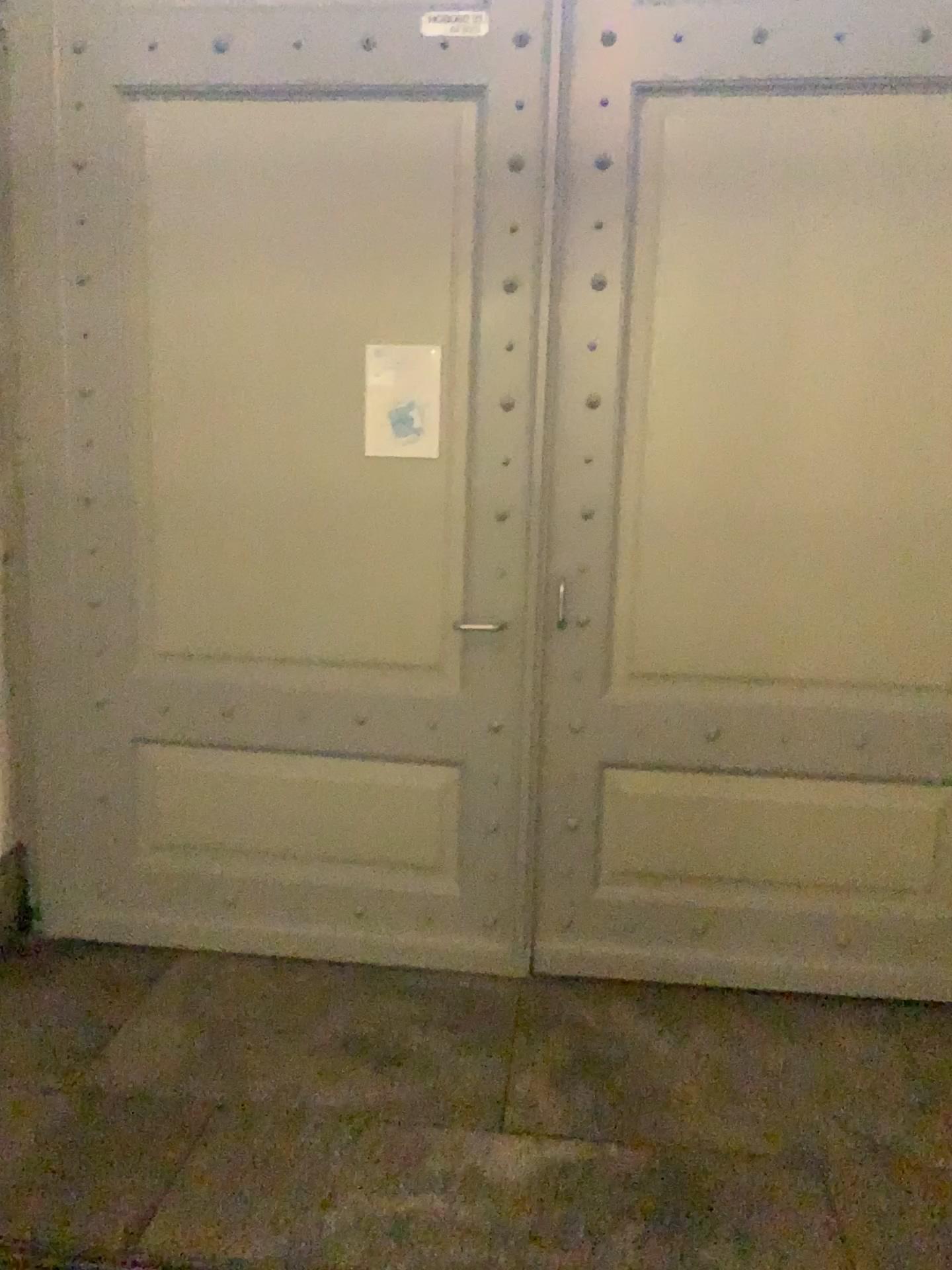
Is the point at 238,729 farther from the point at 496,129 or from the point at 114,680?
the point at 496,129

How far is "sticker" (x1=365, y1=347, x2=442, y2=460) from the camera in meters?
2.9

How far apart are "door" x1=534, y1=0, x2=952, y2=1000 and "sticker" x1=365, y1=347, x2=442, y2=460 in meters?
0.4

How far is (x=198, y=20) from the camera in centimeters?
286cm

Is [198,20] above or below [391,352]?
above

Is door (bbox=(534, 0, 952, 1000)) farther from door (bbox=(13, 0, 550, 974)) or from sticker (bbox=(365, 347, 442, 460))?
sticker (bbox=(365, 347, 442, 460))

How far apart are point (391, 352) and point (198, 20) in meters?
1.0 m

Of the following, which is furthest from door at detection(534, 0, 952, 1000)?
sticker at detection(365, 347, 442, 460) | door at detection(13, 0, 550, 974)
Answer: sticker at detection(365, 347, 442, 460)
